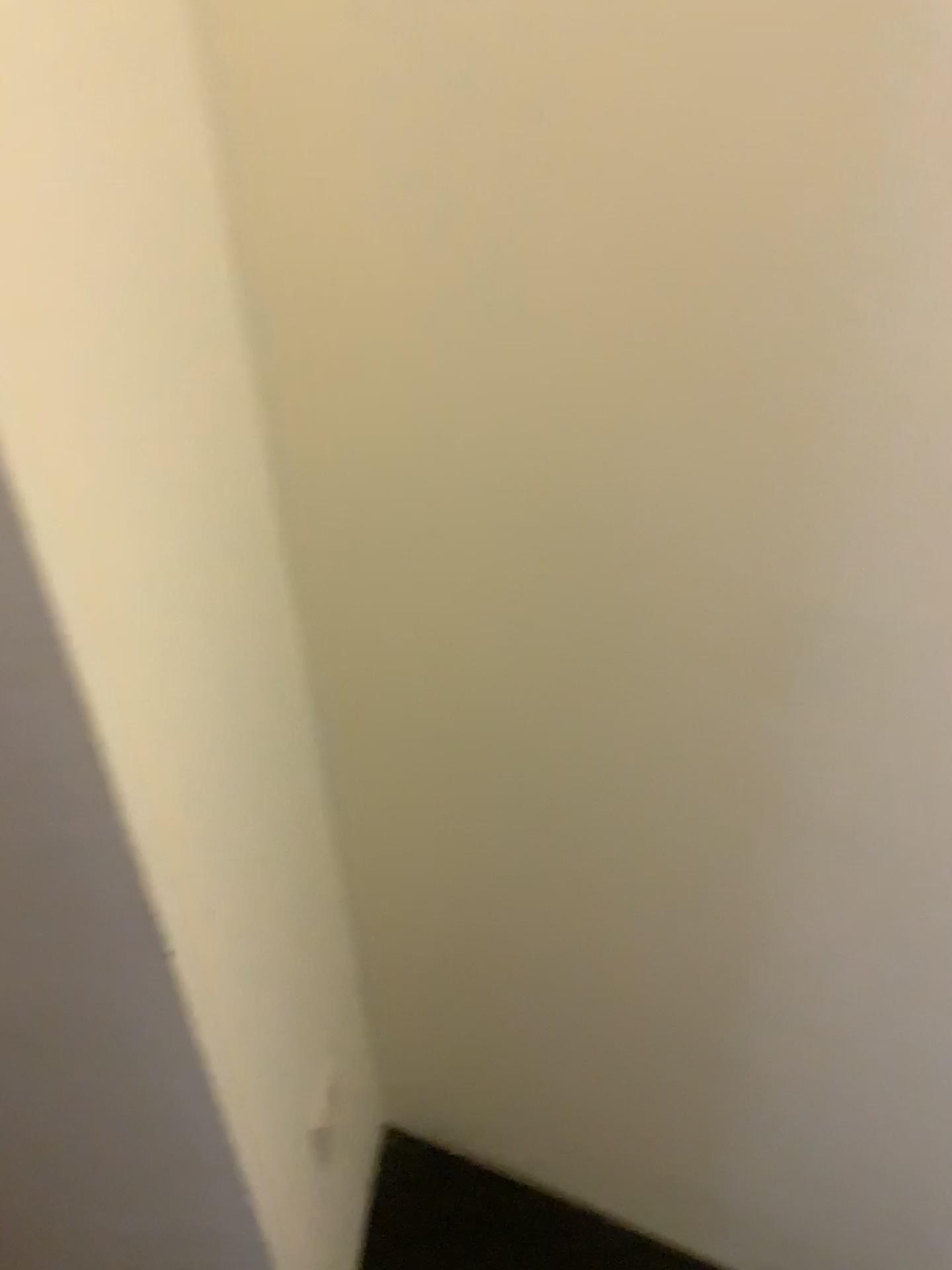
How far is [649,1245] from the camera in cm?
138

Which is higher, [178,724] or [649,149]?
[649,149]

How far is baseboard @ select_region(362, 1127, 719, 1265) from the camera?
1.4m
